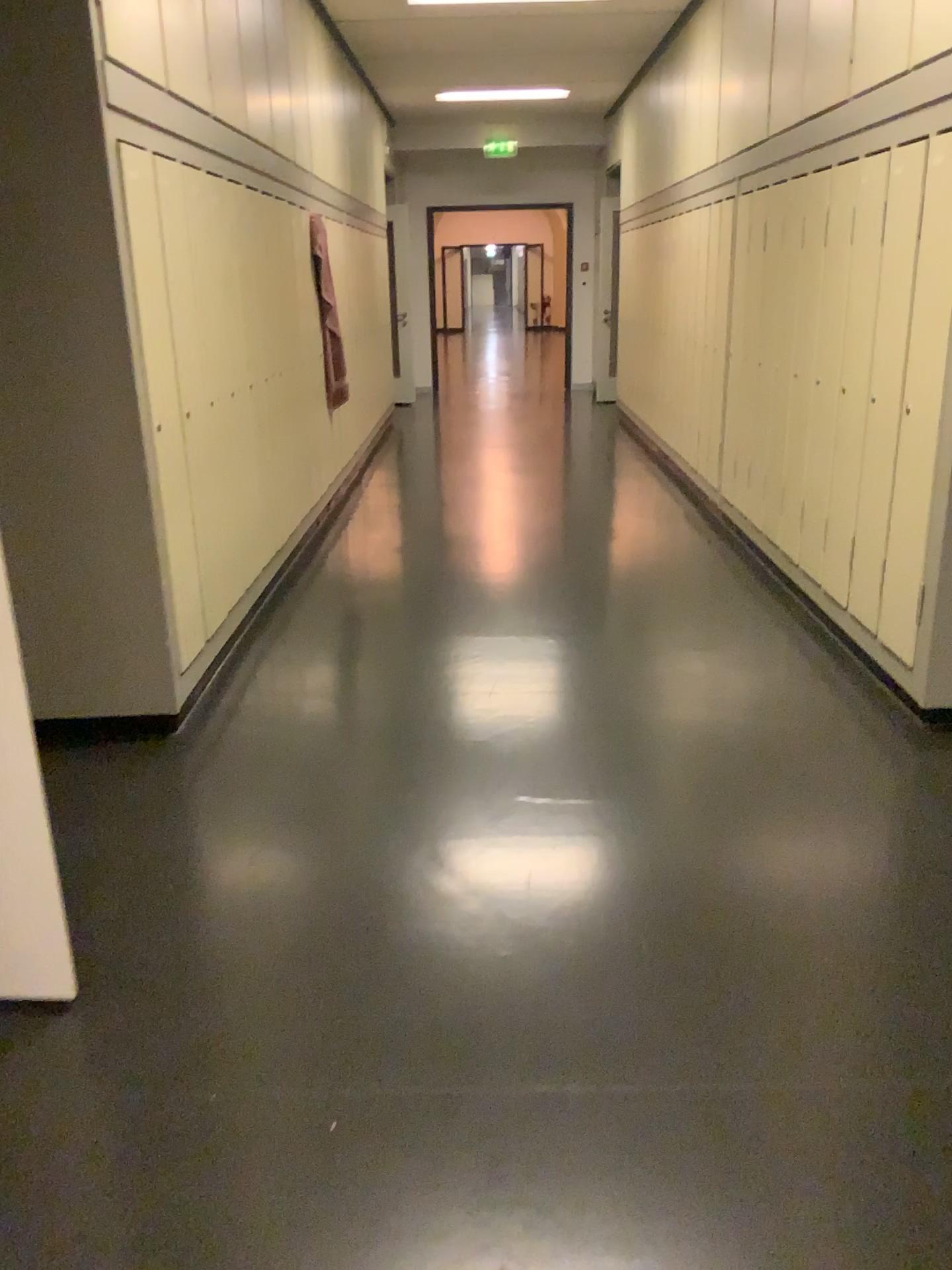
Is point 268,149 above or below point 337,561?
above

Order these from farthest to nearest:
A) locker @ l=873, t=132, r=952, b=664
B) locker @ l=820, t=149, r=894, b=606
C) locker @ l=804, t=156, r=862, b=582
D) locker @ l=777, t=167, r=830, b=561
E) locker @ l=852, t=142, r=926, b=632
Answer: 1. locker @ l=777, t=167, r=830, b=561
2. locker @ l=804, t=156, r=862, b=582
3. locker @ l=820, t=149, r=894, b=606
4. locker @ l=852, t=142, r=926, b=632
5. locker @ l=873, t=132, r=952, b=664

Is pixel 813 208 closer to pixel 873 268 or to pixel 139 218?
pixel 873 268

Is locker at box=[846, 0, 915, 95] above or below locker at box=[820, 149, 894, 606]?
above

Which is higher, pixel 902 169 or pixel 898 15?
pixel 898 15

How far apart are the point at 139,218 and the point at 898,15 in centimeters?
240cm

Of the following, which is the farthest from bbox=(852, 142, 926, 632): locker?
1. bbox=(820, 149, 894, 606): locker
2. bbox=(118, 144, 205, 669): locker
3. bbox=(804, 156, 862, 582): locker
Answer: bbox=(118, 144, 205, 669): locker

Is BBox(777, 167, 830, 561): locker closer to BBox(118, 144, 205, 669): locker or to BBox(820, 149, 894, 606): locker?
BBox(820, 149, 894, 606): locker

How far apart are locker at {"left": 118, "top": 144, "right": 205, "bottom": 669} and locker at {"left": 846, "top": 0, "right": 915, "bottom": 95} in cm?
233

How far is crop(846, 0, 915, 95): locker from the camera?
3.2m
